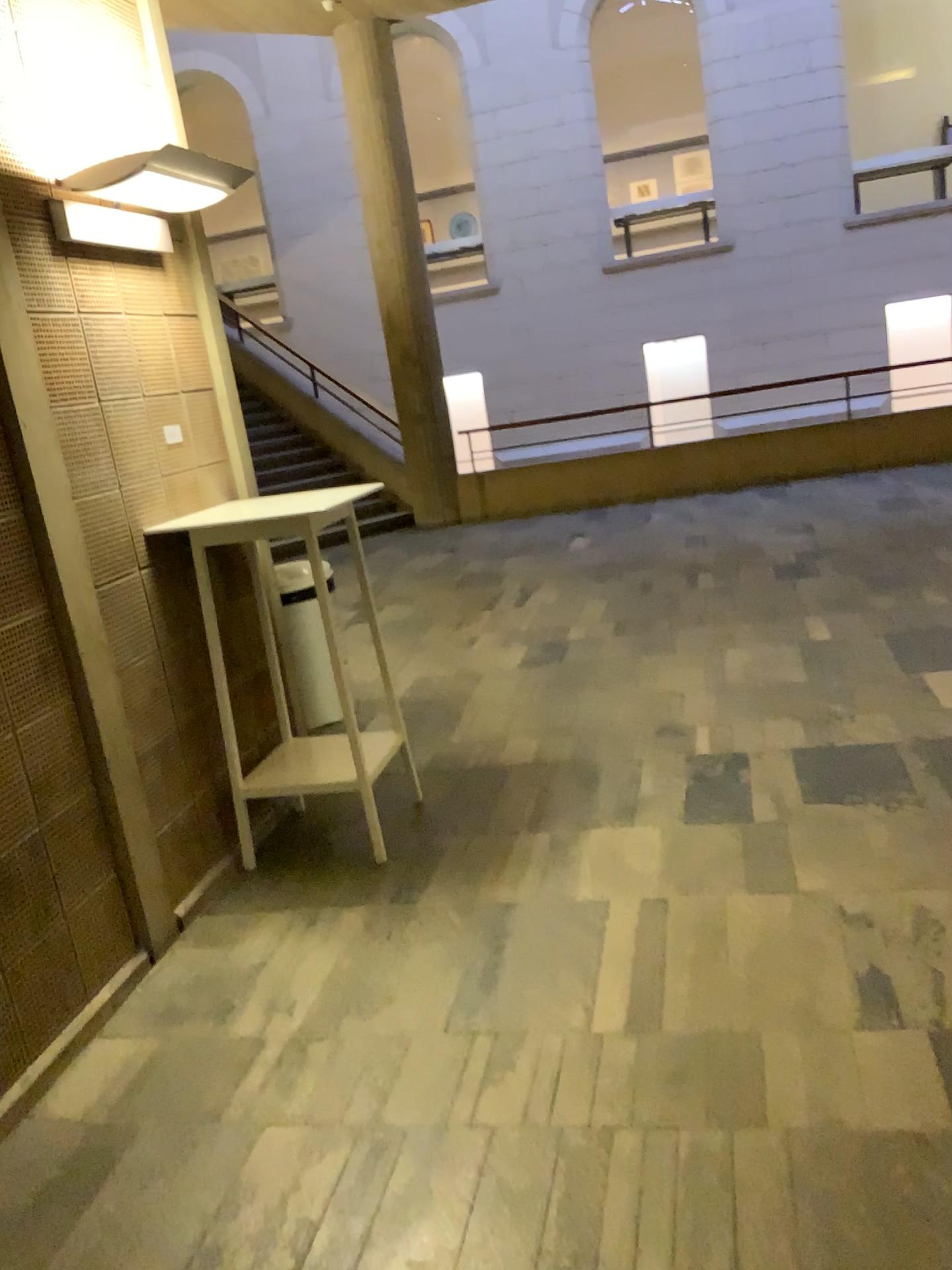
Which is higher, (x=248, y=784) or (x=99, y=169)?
(x=99, y=169)

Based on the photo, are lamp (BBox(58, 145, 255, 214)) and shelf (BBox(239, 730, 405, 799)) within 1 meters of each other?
no

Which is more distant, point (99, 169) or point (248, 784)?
point (248, 784)

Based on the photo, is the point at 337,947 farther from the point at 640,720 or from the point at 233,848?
the point at 640,720

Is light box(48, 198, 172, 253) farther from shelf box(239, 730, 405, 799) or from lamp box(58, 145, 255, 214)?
shelf box(239, 730, 405, 799)

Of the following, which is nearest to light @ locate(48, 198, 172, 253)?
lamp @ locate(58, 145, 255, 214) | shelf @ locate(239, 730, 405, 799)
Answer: lamp @ locate(58, 145, 255, 214)

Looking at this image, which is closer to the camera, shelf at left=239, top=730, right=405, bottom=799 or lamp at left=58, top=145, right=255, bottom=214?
lamp at left=58, top=145, right=255, bottom=214

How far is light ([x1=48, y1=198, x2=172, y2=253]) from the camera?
2.90m

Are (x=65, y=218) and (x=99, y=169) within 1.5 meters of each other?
yes

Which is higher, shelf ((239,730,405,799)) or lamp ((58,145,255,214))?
lamp ((58,145,255,214))
